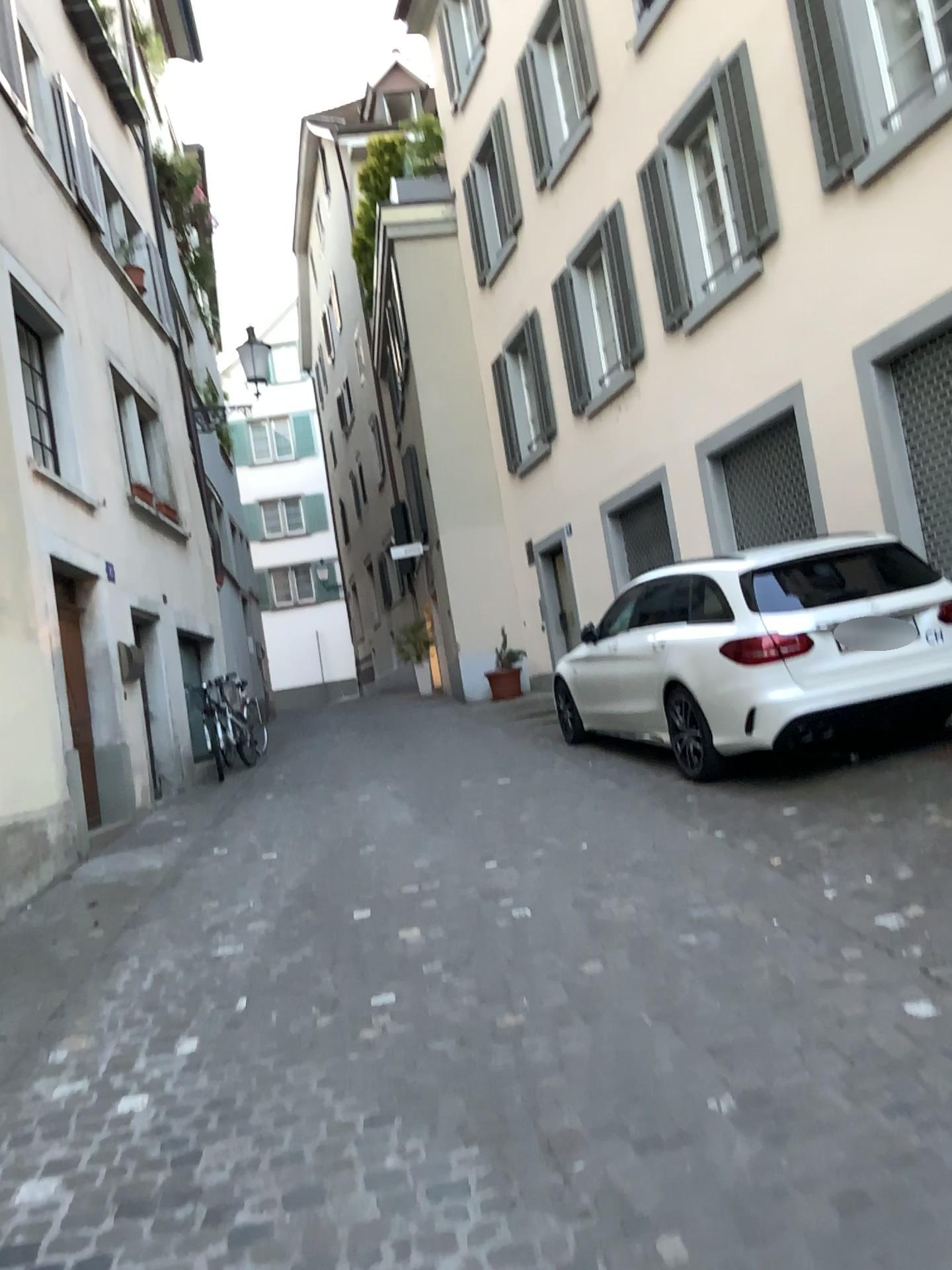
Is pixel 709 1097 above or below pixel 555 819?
below
